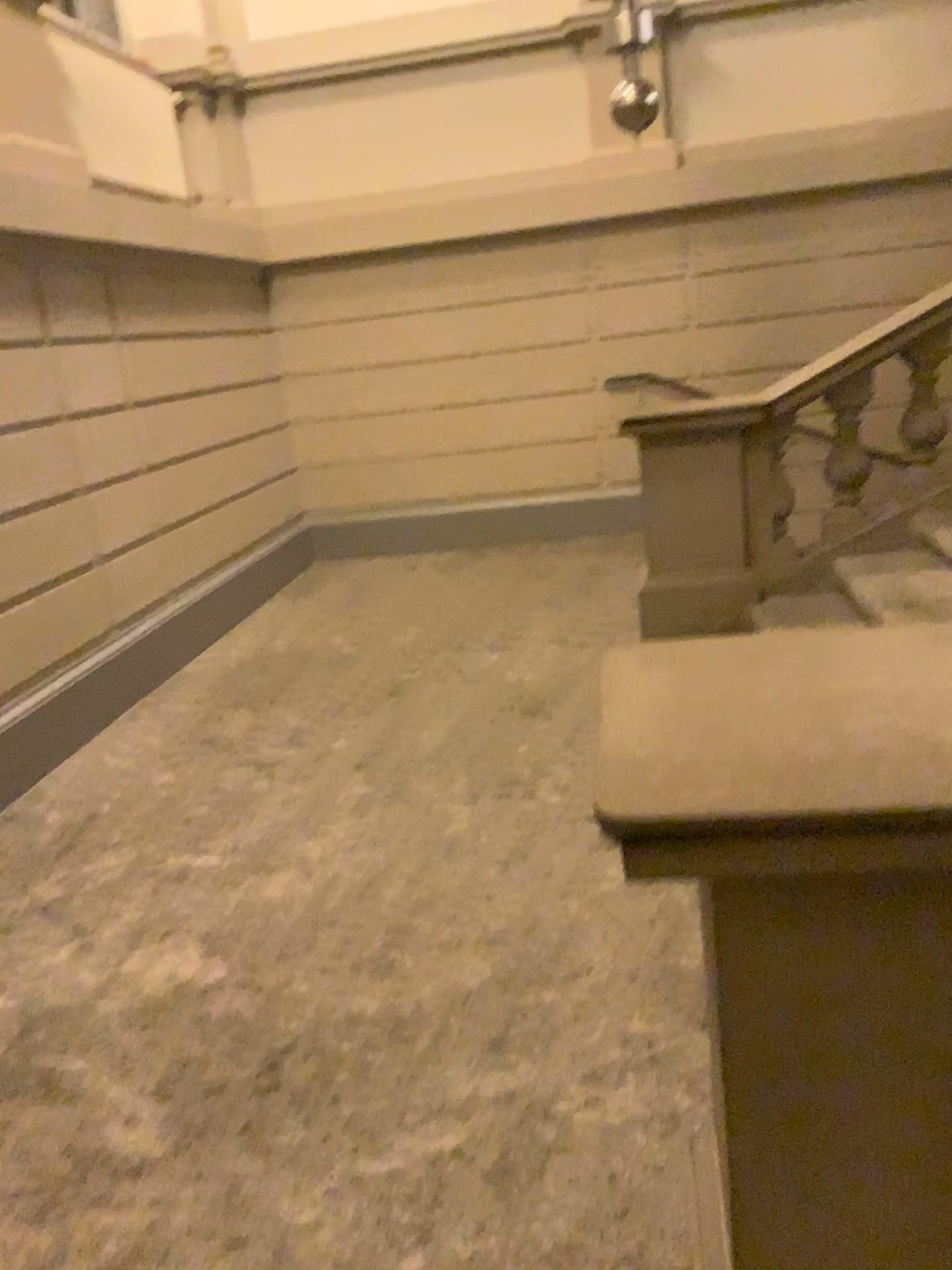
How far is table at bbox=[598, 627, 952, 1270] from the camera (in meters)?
0.91

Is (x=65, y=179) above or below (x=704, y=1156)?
above

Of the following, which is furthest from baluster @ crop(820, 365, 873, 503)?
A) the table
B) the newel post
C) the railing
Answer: the table

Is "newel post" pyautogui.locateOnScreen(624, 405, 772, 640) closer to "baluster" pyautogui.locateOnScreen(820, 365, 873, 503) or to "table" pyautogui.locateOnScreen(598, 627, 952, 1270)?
"baluster" pyautogui.locateOnScreen(820, 365, 873, 503)

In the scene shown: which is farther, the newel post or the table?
the newel post

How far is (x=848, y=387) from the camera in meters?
4.2

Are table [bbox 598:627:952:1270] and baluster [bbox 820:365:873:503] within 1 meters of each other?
no

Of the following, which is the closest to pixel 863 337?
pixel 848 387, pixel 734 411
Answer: pixel 848 387

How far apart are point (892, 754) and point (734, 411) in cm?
353

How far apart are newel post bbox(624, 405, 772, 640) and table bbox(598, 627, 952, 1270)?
3.12m
